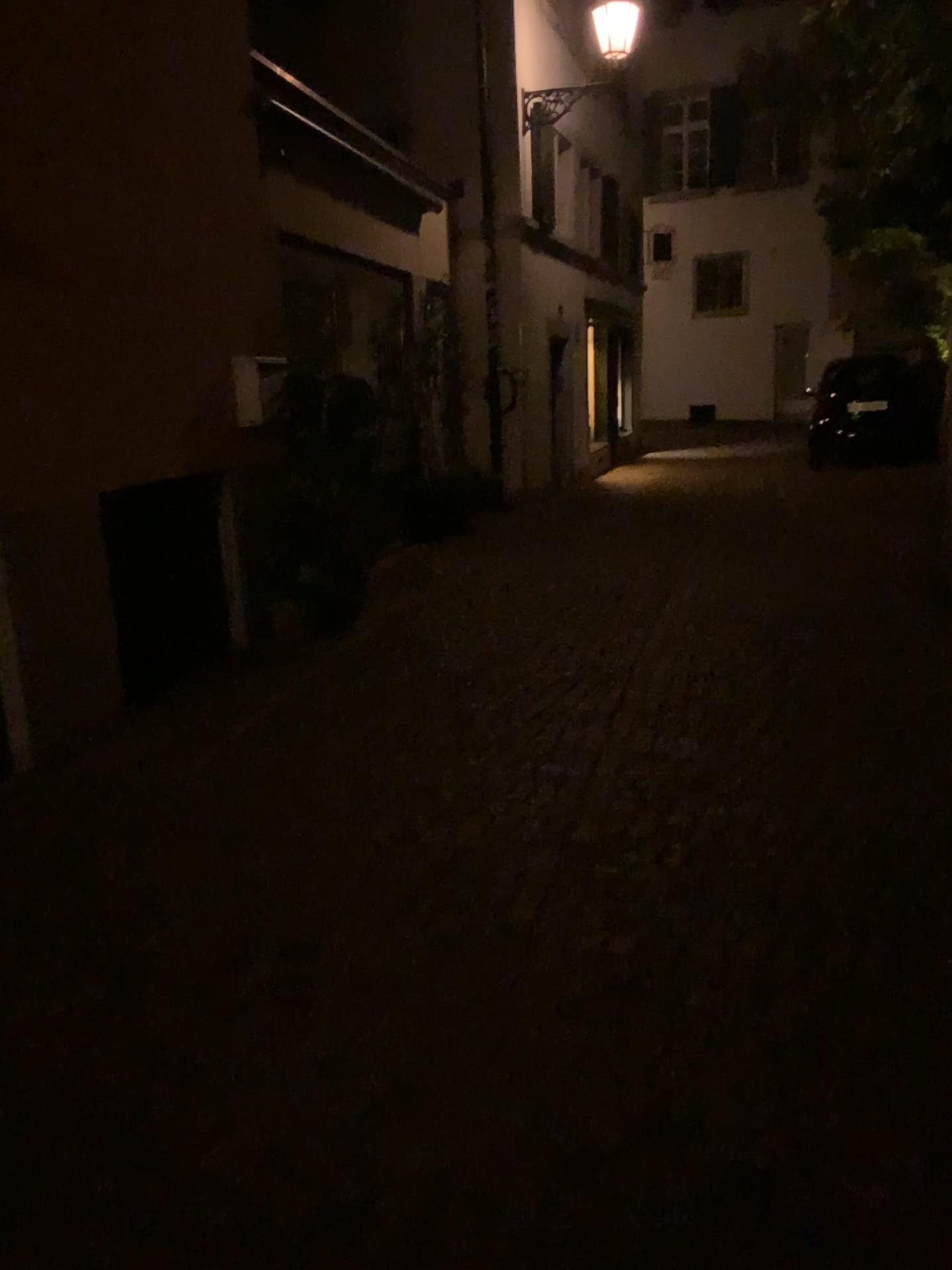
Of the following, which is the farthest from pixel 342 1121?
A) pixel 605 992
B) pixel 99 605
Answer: pixel 99 605
